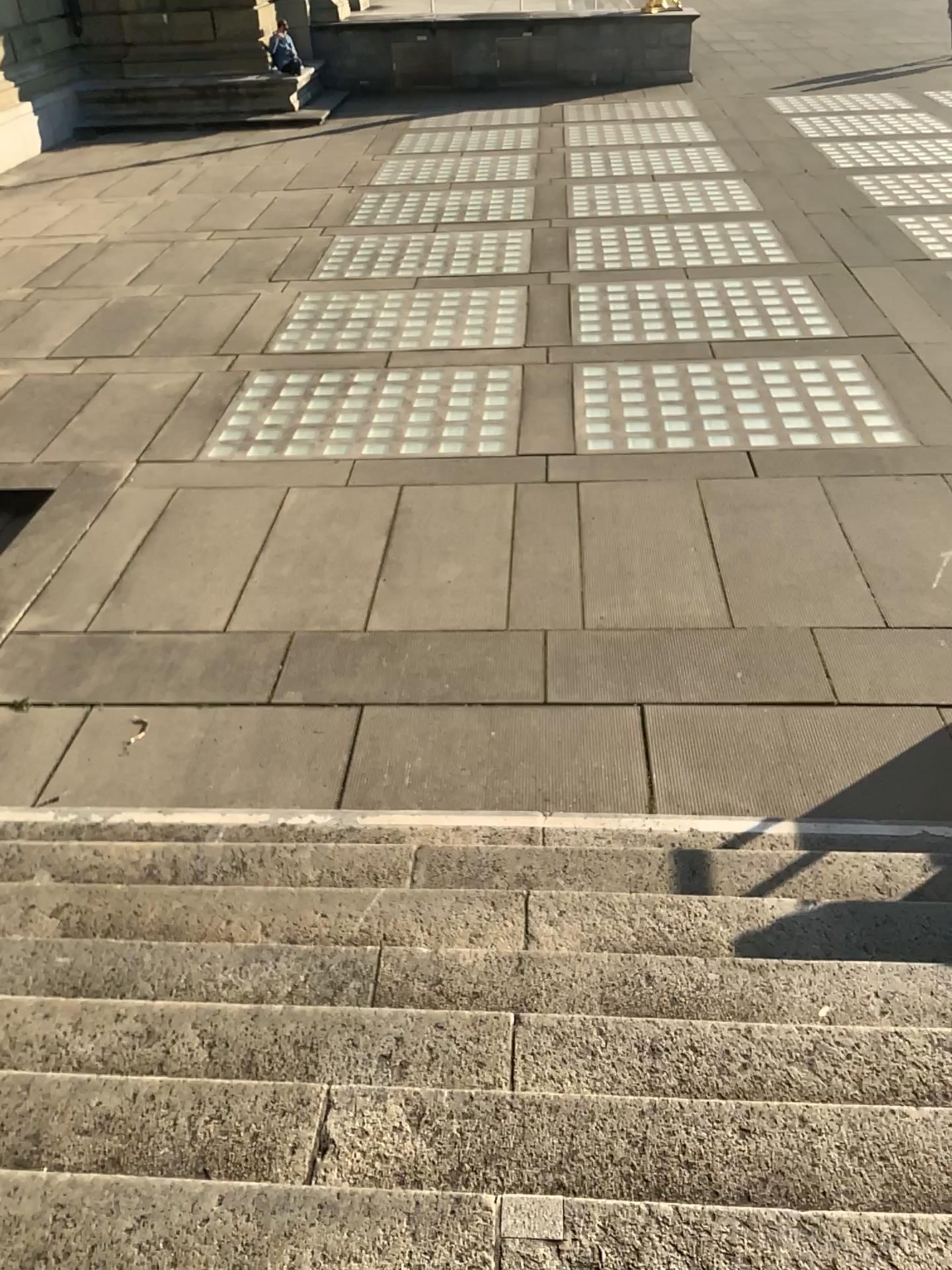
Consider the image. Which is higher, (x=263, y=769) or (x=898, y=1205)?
(x=898, y=1205)

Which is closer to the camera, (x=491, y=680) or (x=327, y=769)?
(x=327, y=769)

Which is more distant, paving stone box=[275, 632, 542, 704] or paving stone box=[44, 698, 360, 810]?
paving stone box=[275, 632, 542, 704]

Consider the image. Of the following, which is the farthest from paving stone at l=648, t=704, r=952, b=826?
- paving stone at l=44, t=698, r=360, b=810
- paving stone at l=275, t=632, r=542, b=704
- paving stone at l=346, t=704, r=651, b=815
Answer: paving stone at l=44, t=698, r=360, b=810

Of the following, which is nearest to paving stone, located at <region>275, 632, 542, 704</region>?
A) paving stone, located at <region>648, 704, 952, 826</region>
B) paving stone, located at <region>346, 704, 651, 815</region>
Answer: paving stone, located at <region>346, 704, 651, 815</region>

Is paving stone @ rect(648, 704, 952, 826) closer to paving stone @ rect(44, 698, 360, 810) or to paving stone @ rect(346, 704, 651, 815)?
paving stone @ rect(346, 704, 651, 815)

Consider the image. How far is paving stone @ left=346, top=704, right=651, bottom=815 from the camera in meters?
4.5

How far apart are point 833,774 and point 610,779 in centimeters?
93cm

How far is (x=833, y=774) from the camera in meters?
4.4

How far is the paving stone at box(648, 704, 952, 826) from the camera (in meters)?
4.41
